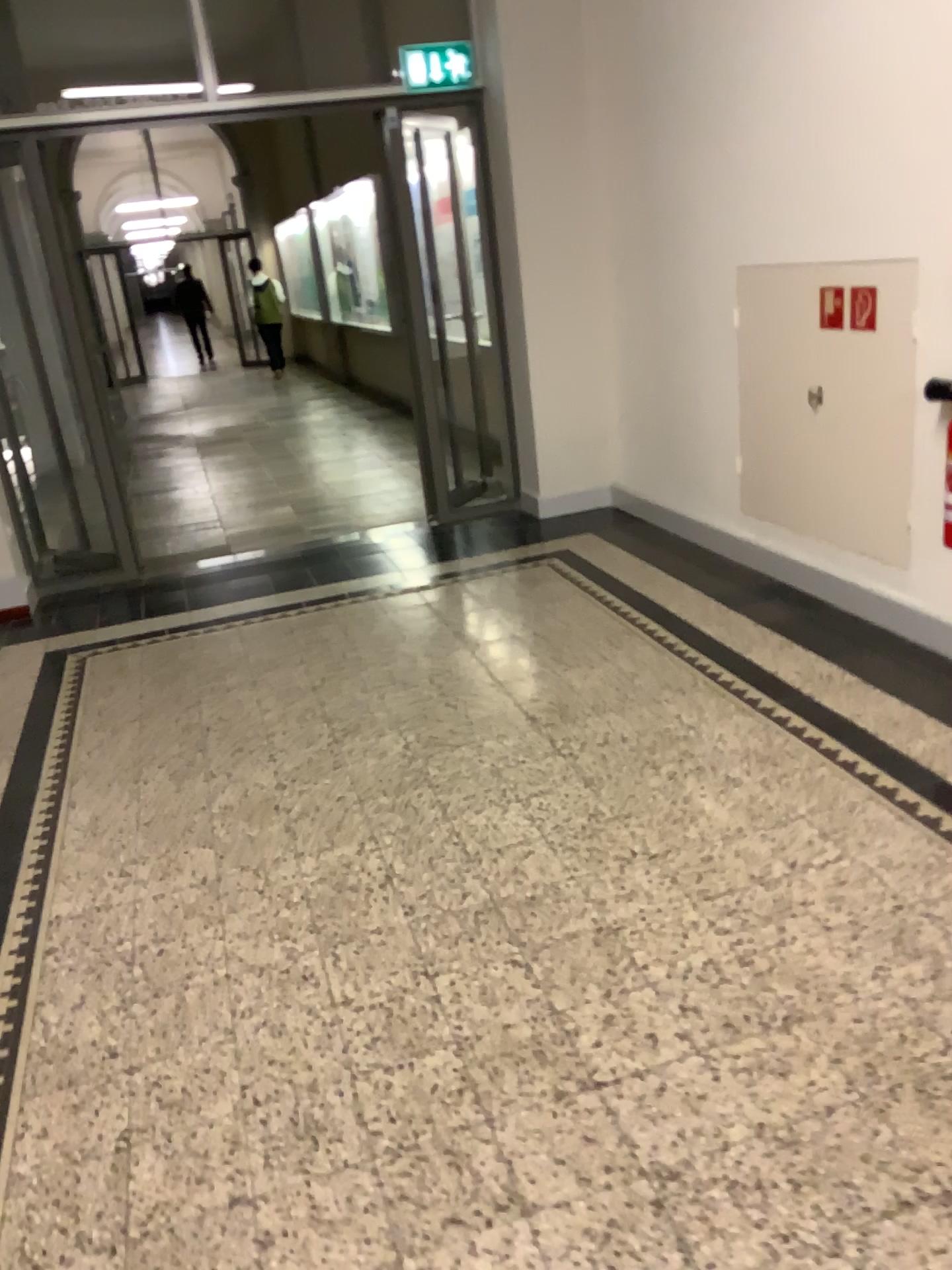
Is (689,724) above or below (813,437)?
below
